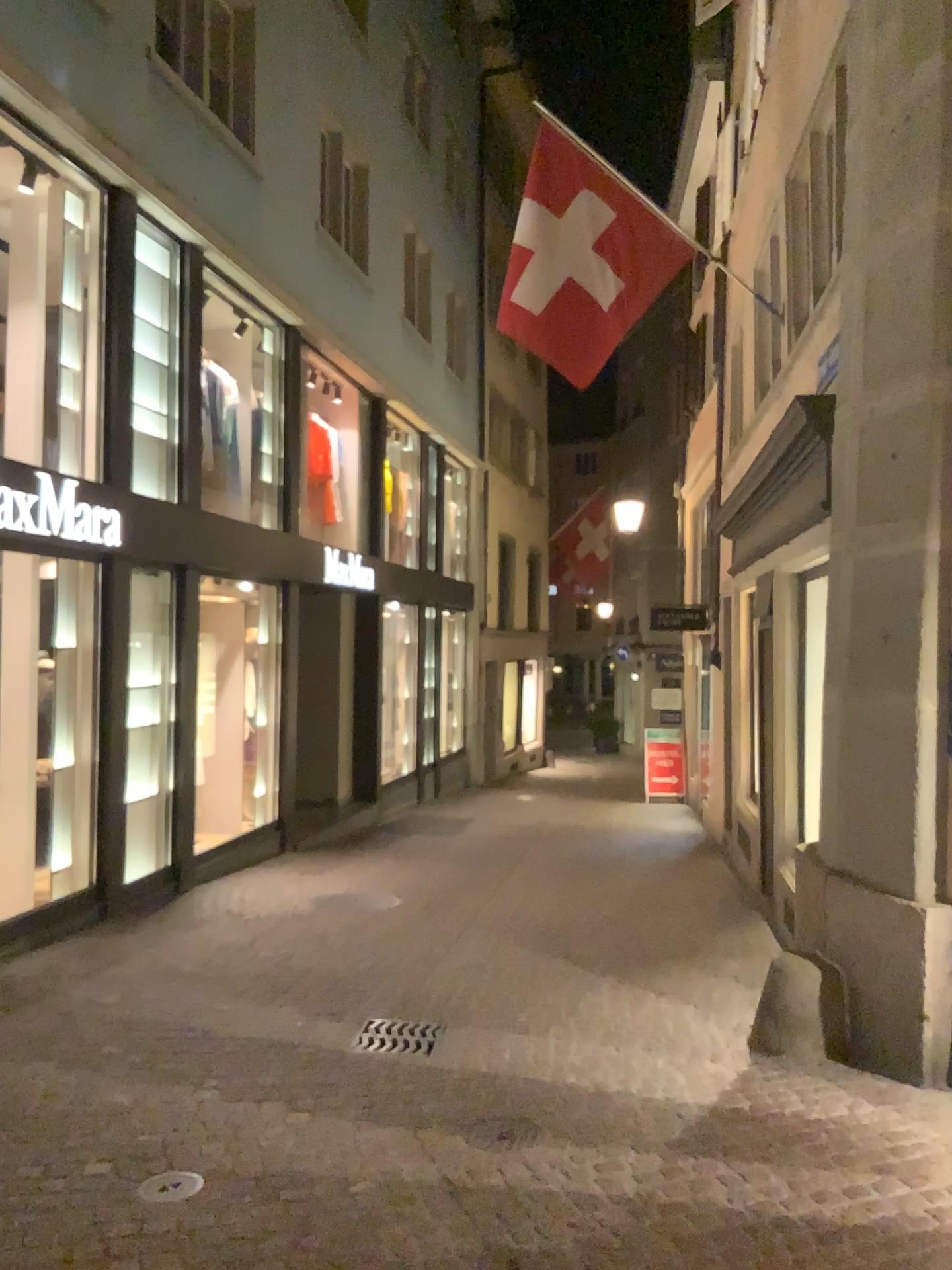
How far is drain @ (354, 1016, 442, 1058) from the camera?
4.7m

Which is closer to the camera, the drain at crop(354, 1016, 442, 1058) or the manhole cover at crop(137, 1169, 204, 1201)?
the manhole cover at crop(137, 1169, 204, 1201)

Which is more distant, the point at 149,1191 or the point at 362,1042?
the point at 362,1042

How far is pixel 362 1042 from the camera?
4.66m

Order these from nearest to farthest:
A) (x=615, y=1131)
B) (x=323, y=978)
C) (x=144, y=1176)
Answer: (x=144, y=1176) → (x=615, y=1131) → (x=323, y=978)
